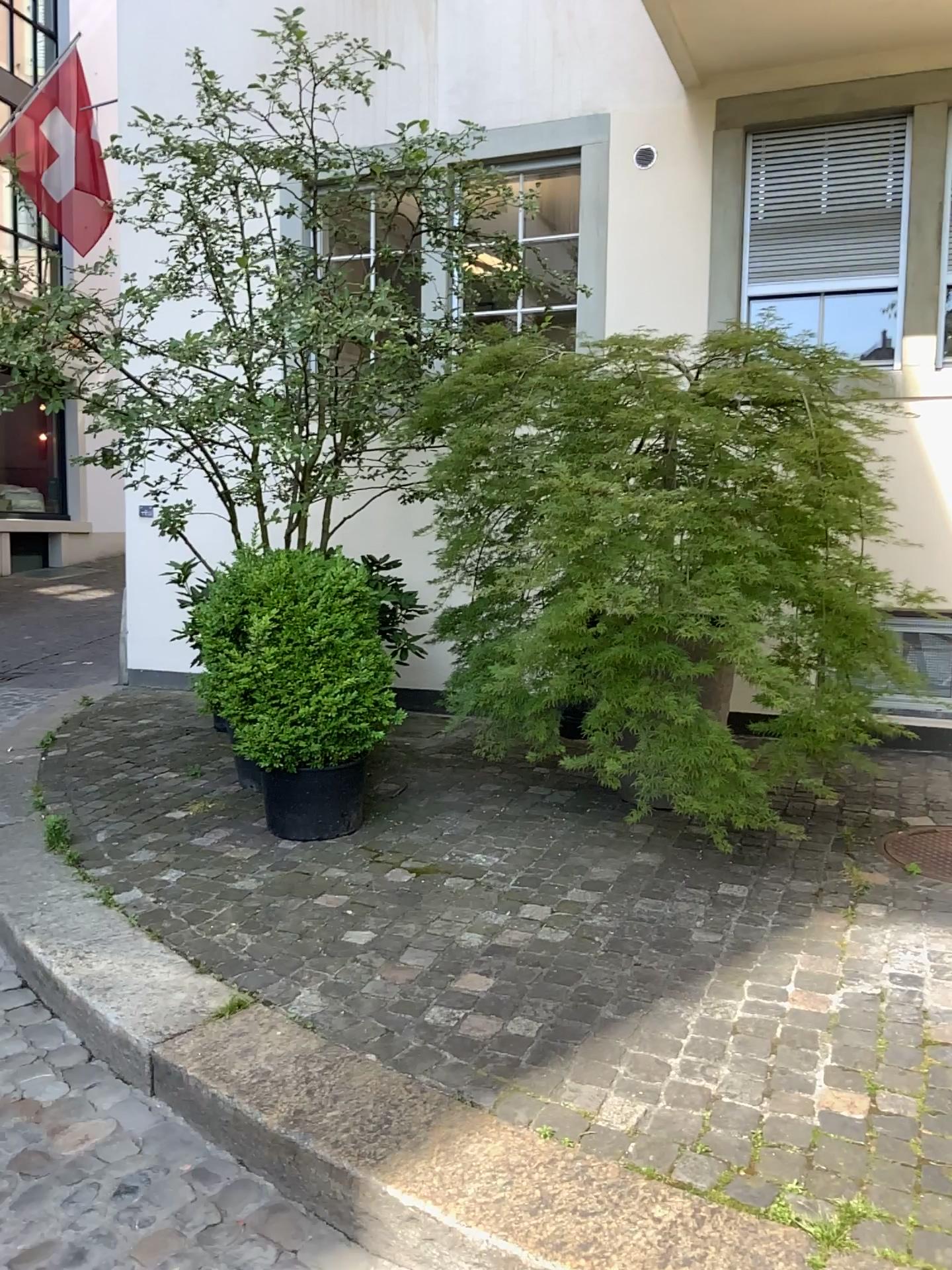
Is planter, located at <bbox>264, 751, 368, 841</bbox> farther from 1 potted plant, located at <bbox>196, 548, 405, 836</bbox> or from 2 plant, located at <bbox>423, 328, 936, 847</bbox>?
2 plant, located at <bbox>423, 328, 936, 847</bbox>

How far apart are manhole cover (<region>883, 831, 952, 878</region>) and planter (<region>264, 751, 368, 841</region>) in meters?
2.0 m

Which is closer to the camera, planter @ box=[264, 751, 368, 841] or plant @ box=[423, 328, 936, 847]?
plant @ box=[423, 328, 936, 847]

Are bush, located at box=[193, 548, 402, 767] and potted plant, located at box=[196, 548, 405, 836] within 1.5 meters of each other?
yes

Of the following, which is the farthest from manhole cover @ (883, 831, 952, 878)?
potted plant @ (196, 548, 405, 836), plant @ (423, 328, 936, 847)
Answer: potted plant @ (196, 548, 405, 836)

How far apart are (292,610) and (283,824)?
0.8m

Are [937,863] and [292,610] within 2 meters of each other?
no

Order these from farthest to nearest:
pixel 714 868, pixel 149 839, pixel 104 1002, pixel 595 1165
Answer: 1. pixel 149 839
2. pixel 714 868
3. pixel 104 1002
4. pixel 595 1165

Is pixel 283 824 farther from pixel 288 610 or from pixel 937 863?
pixel 937 863

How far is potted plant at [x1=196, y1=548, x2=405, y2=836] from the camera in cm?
371
